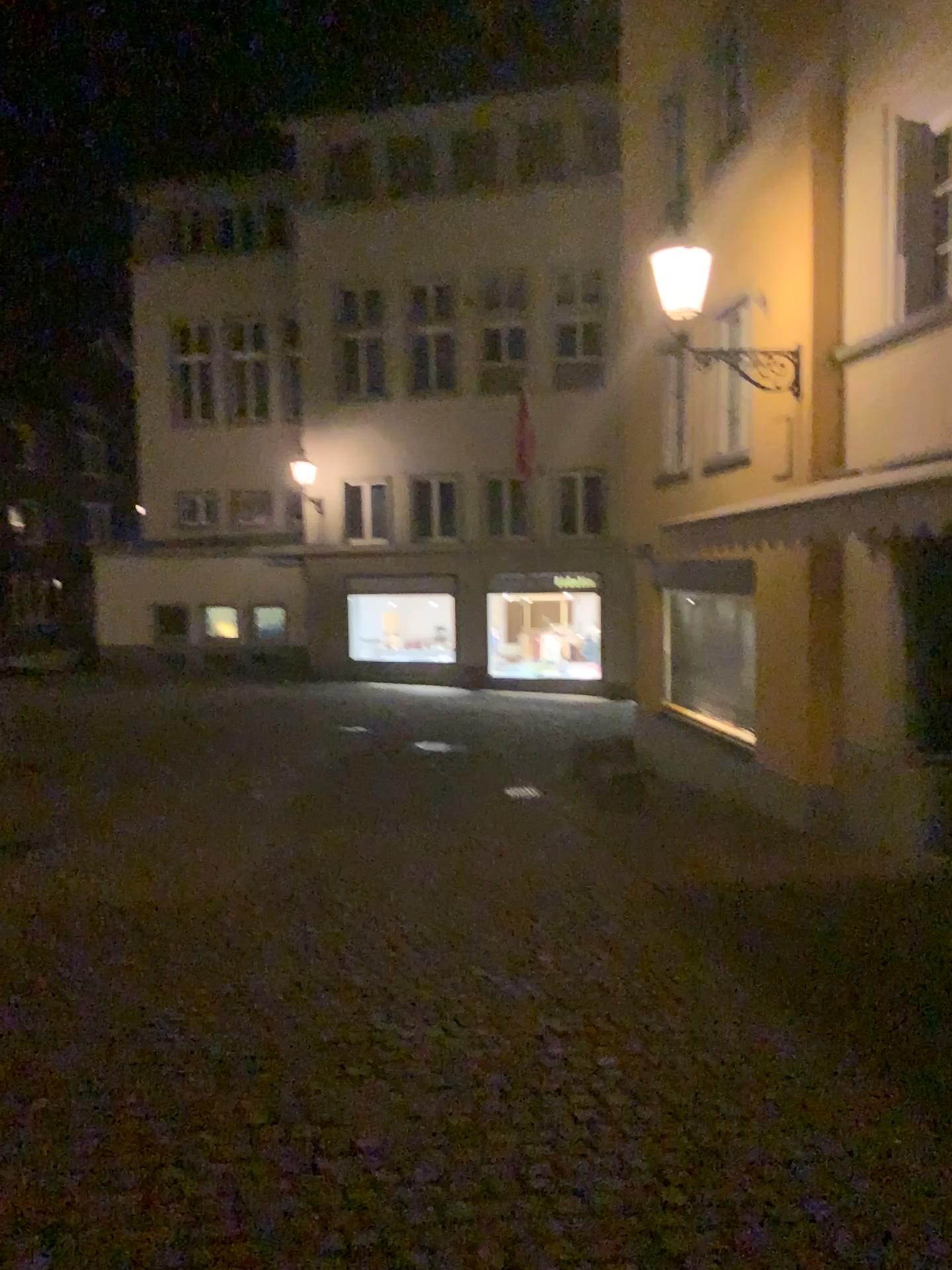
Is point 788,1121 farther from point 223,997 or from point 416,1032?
point 223,997
